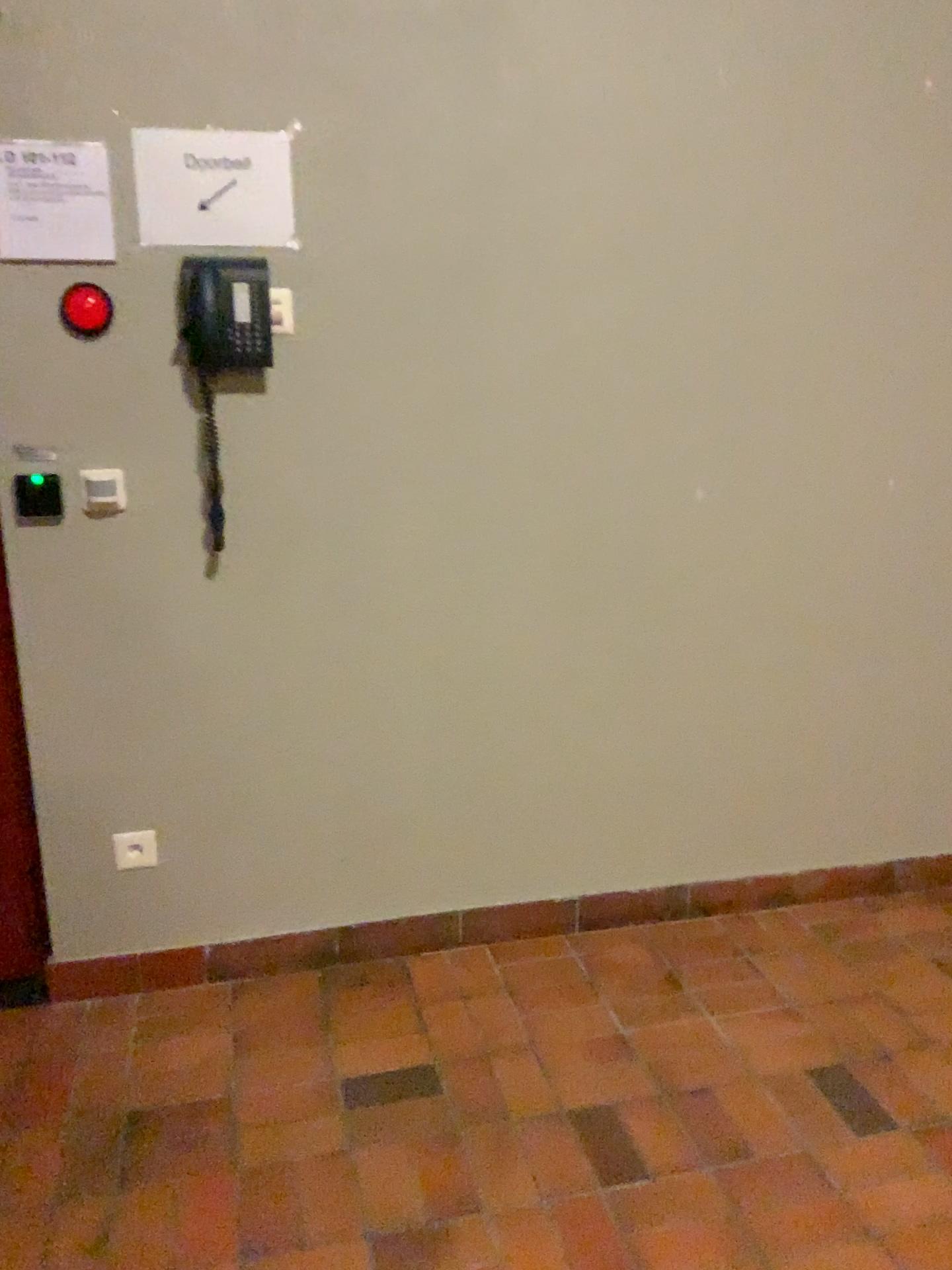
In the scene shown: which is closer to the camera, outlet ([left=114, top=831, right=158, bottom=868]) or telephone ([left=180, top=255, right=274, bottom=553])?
telephone ([left=180, top=255, right=274, bottom=553])

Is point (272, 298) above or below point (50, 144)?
below

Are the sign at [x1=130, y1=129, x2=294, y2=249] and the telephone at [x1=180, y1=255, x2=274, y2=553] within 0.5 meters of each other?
yes

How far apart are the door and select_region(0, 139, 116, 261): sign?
0.9 meters

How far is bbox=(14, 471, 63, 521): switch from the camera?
2.1 meters

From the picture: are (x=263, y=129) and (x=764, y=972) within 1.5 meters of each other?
no

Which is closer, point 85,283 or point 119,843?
point 85,283

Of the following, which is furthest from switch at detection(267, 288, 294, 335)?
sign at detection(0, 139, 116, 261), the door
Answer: the door

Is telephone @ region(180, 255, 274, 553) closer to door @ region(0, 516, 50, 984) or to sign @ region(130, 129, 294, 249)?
sign @ region(130, 129, 294, 249)

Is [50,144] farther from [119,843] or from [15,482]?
[119,843]
